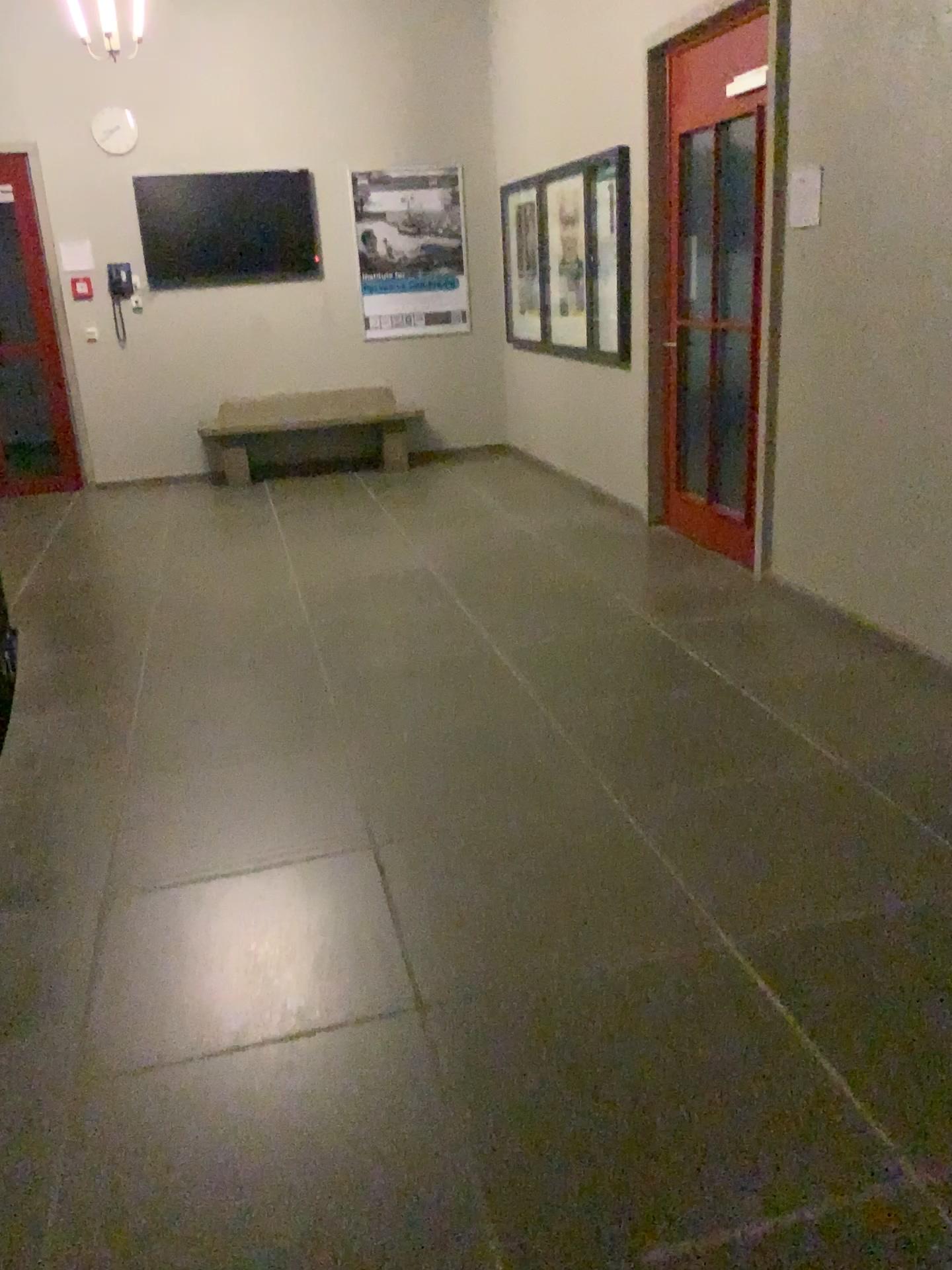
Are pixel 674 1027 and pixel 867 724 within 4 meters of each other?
yes
